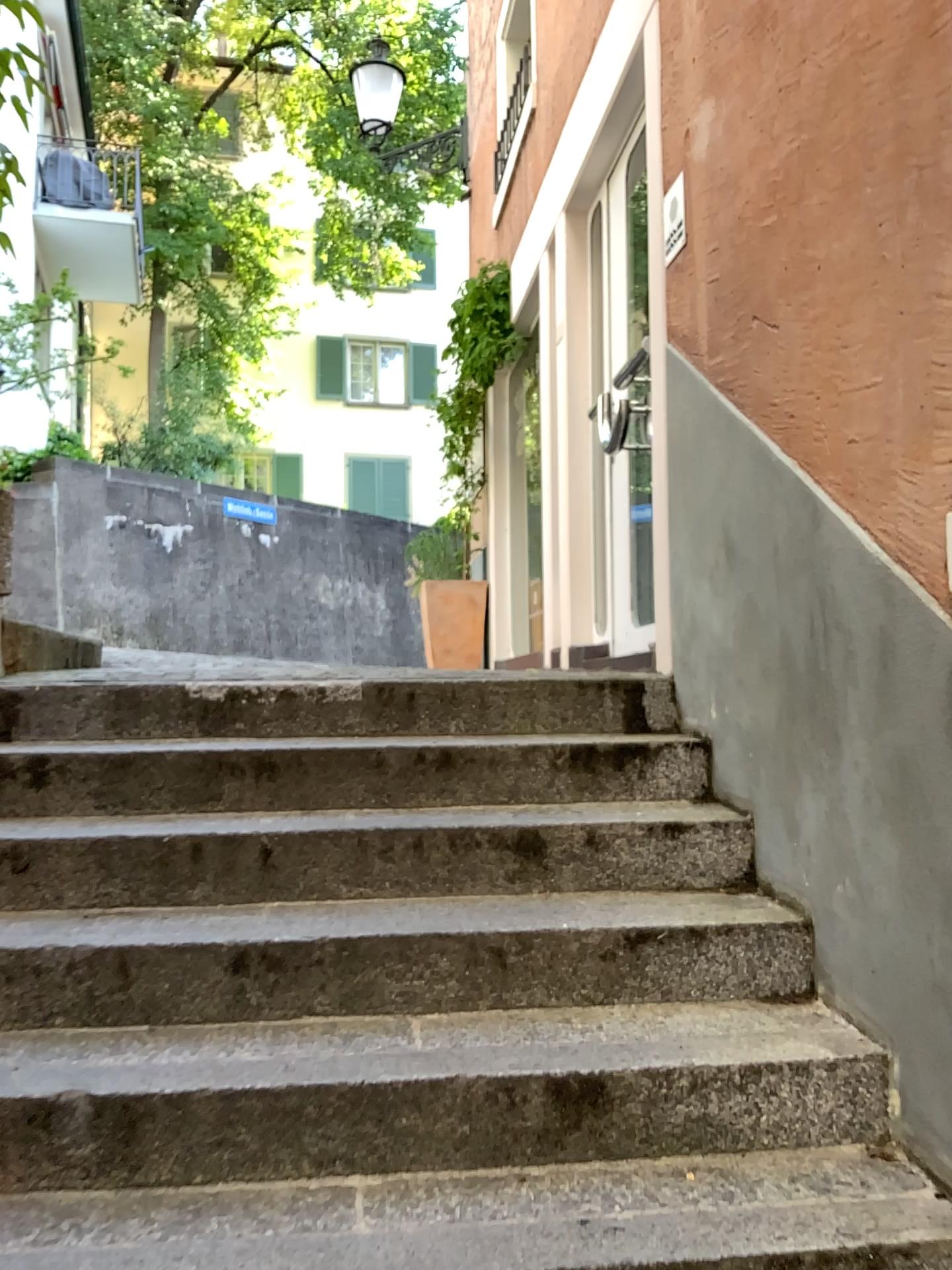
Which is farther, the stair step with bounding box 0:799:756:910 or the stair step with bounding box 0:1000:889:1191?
the stair step with bounding box 0:799:756:910

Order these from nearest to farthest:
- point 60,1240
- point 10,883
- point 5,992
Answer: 1. point 60,1240
2. point 5,992
3. point 10,883

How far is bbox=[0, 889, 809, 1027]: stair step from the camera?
2.1m

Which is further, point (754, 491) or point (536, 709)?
point (536, 709)

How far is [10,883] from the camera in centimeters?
233cm

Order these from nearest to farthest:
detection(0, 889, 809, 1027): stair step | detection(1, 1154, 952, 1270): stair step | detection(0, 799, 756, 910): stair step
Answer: detection(1, 1154, 952, 1270): stair step
detection(0, 889, 809, 1027): stair step
detection(0, 799, 756, 910): stair step

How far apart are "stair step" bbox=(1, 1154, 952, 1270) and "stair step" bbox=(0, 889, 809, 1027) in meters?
0.4 m

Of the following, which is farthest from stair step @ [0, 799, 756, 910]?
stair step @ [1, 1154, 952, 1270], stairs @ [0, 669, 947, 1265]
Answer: stair step @ [1, 1154, 952, 1270]

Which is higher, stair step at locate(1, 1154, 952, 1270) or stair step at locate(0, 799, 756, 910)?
stair step at locate(0, 799, 756, 910)

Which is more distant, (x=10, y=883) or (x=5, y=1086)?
(x=10, y=883)
